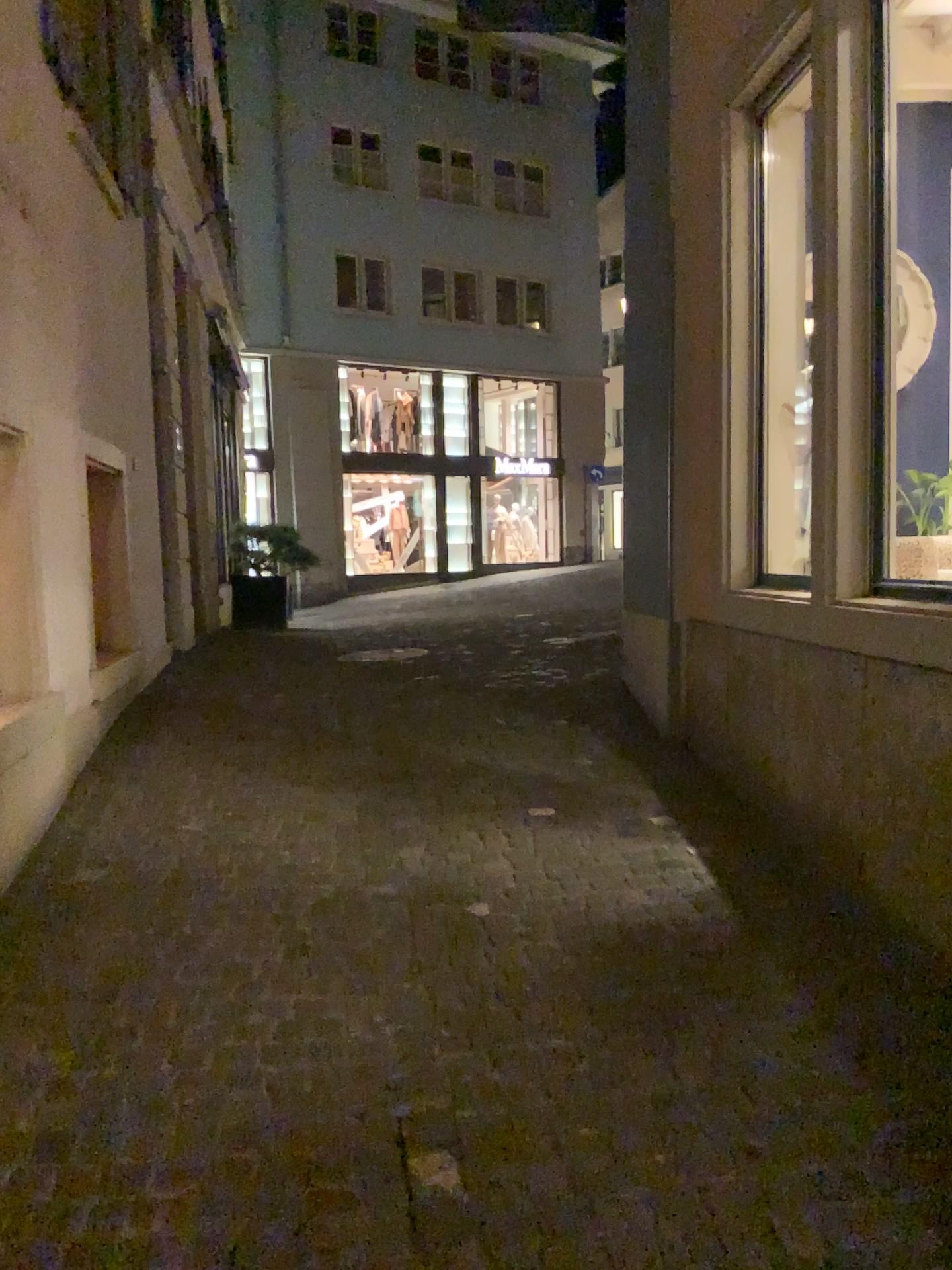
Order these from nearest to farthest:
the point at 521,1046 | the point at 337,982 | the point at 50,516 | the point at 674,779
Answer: the point at 521,1046 → the point at 337,982 → the point at 50,516 → the point at 674,779
